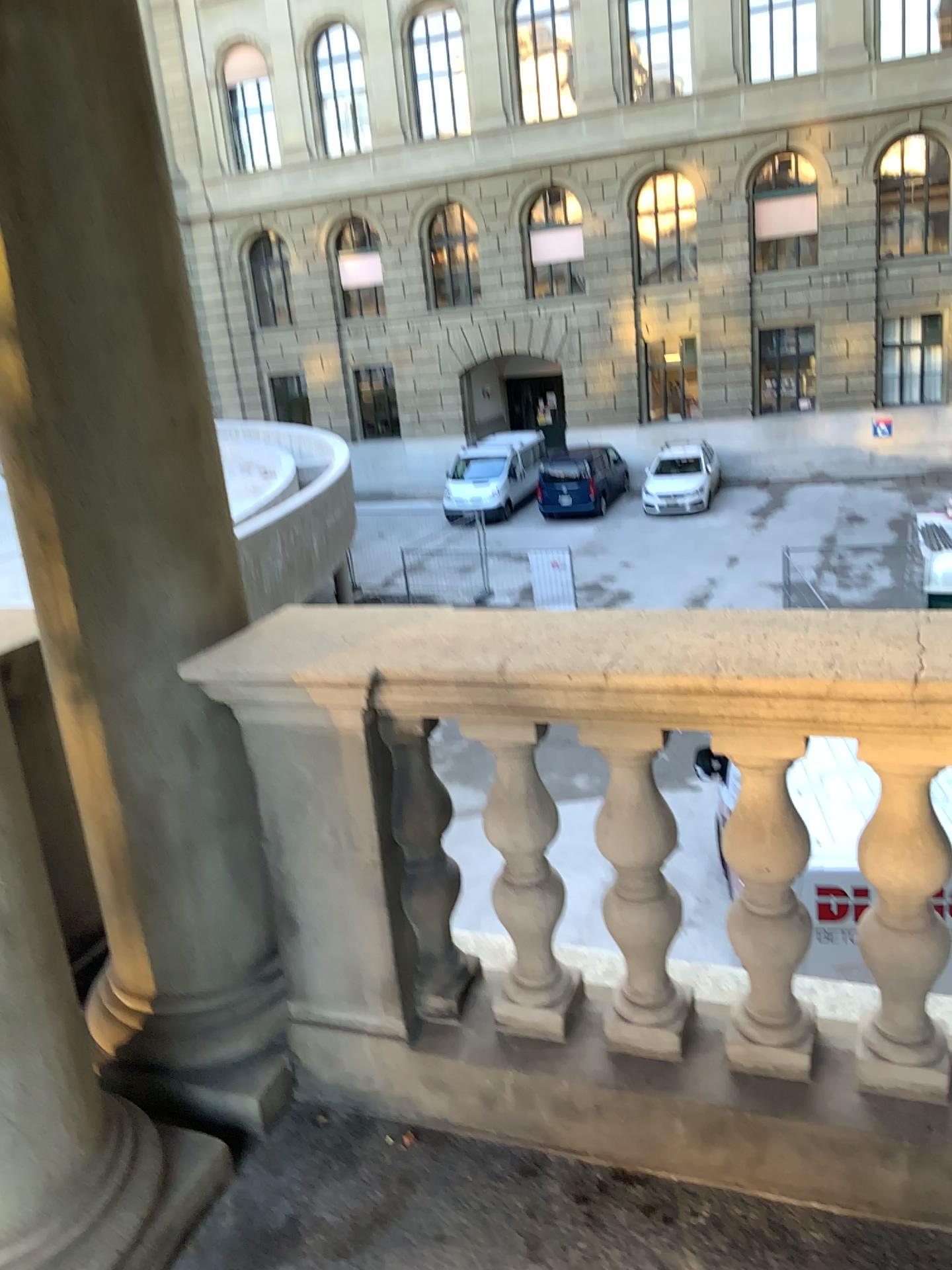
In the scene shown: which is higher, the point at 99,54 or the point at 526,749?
the point at 99,54

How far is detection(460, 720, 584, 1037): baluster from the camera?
1.91m

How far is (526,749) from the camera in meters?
1.9

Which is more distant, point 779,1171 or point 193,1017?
point 193,1017
